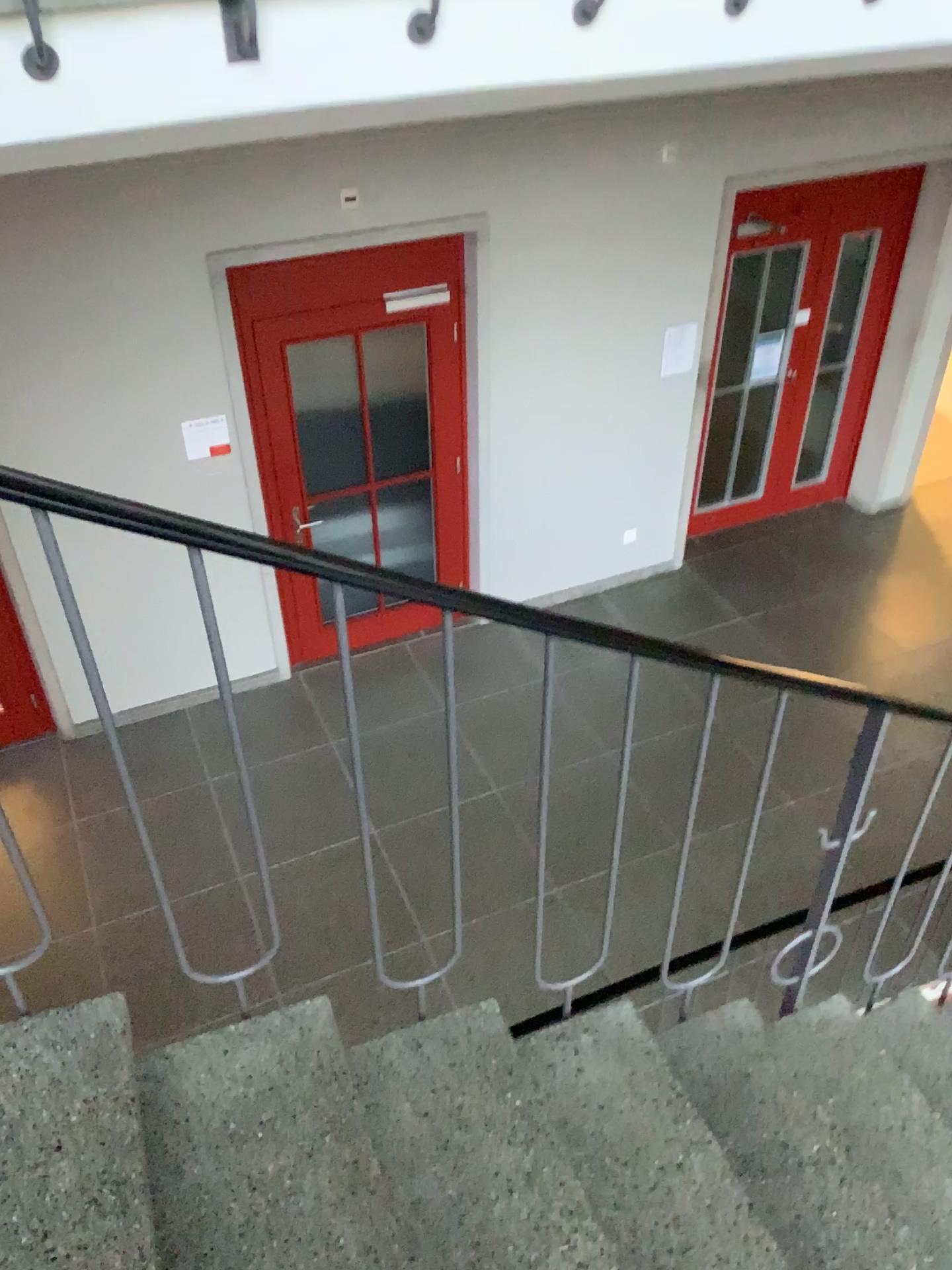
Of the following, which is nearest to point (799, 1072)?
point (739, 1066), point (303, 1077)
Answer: point (739, 1066)
